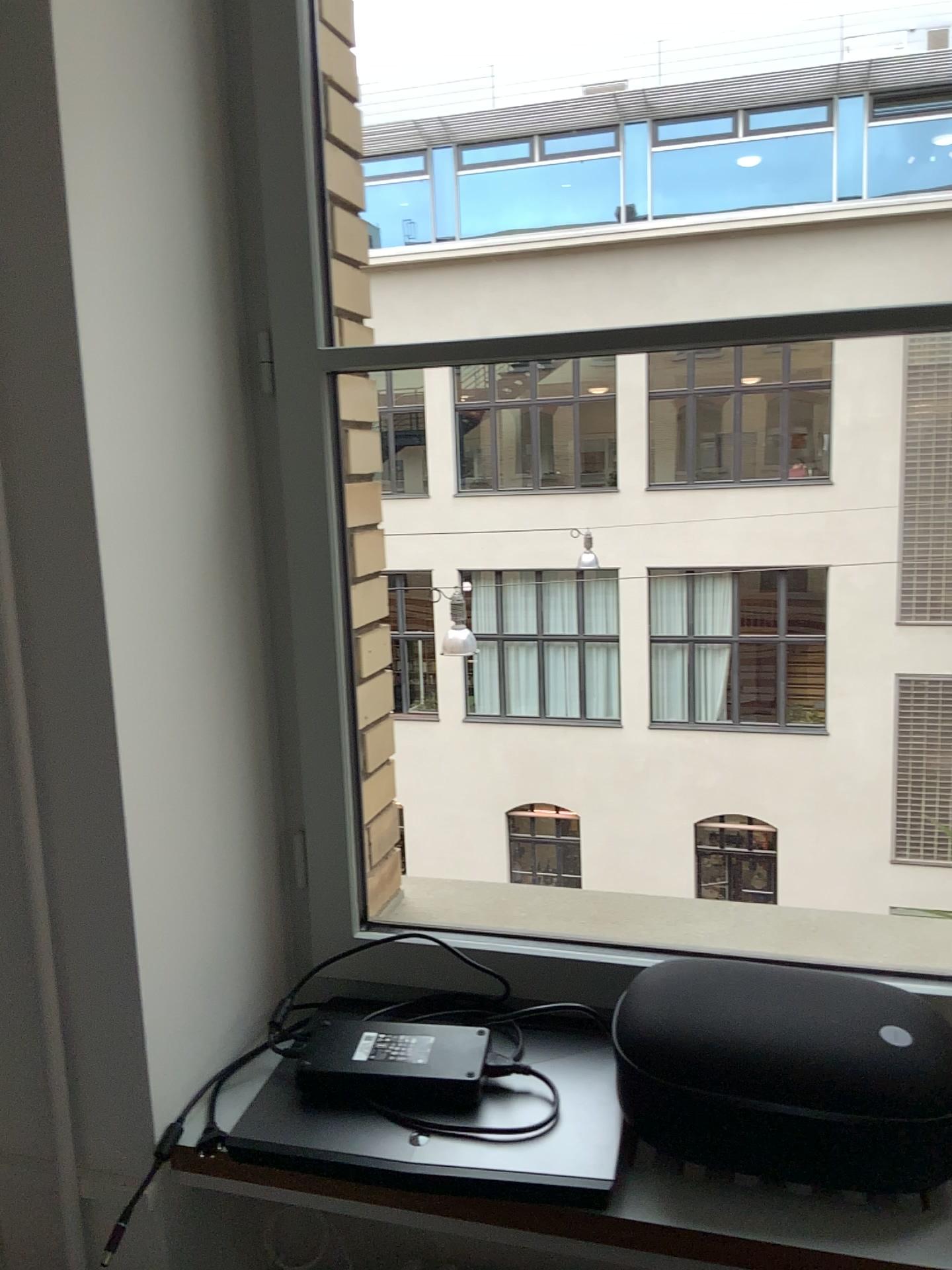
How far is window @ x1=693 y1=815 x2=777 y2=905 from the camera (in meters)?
1.97

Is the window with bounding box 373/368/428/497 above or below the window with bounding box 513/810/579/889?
above

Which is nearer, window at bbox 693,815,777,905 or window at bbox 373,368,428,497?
window at bbox 693,815,777,905

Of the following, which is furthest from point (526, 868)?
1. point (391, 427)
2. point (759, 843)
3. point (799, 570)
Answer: point (391, 427)

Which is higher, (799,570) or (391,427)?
(391,427)

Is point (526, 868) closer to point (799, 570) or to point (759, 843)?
point (759, 843)

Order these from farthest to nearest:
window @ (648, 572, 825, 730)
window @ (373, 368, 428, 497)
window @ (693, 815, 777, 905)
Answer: window @ (373, 368, 428, 497)
window @ (648, 572, 825, 730)
window @ (693, 815, 777, 905)

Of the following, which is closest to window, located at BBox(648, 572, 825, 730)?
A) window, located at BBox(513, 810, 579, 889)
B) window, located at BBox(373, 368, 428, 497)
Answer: window, located at BBox(513, 810, 579, 889)

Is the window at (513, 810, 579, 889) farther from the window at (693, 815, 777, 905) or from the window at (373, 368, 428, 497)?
the window at (373, 368, 428, 497)

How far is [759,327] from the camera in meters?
1.1 m
